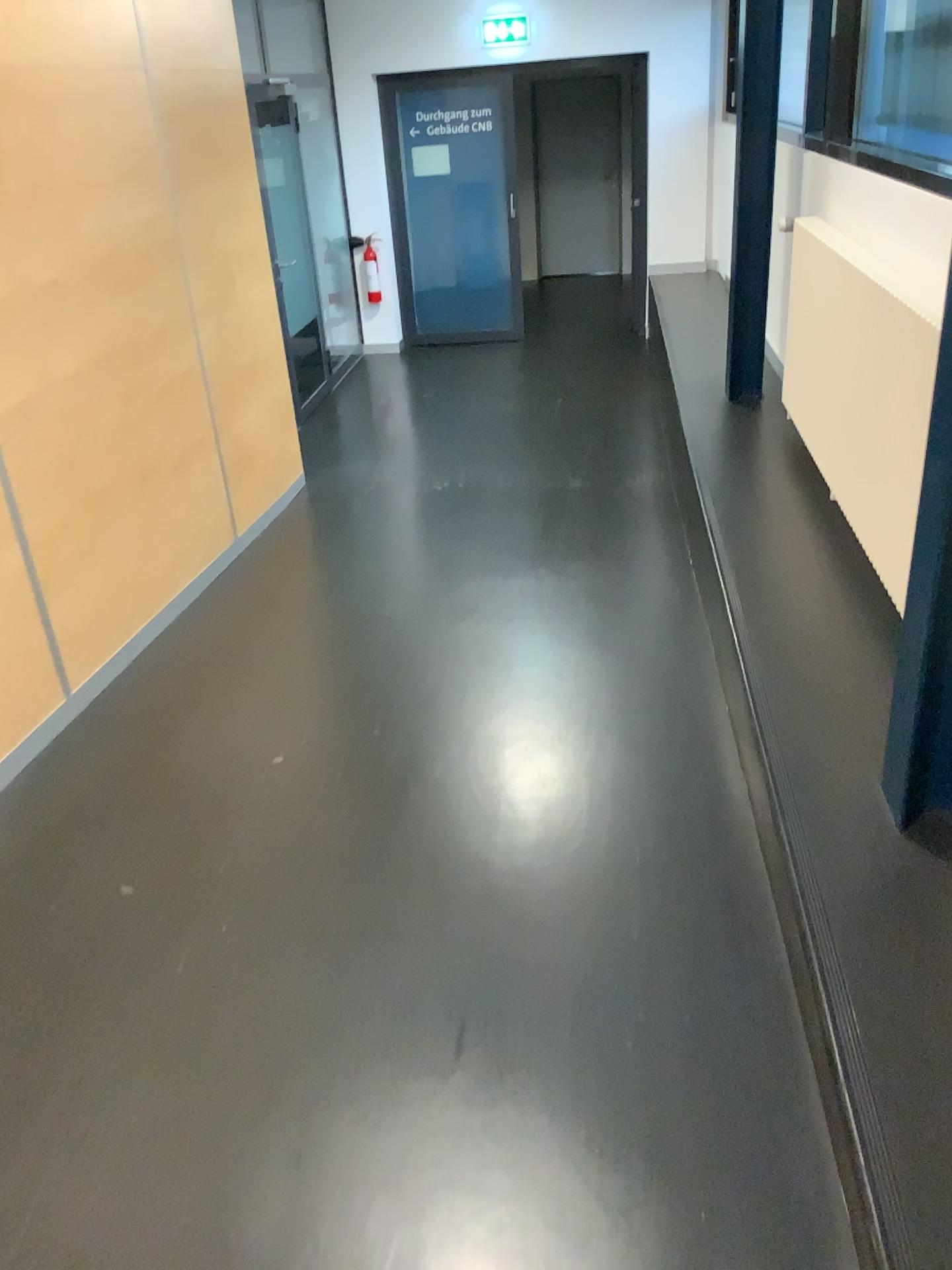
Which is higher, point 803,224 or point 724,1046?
point 803,224
